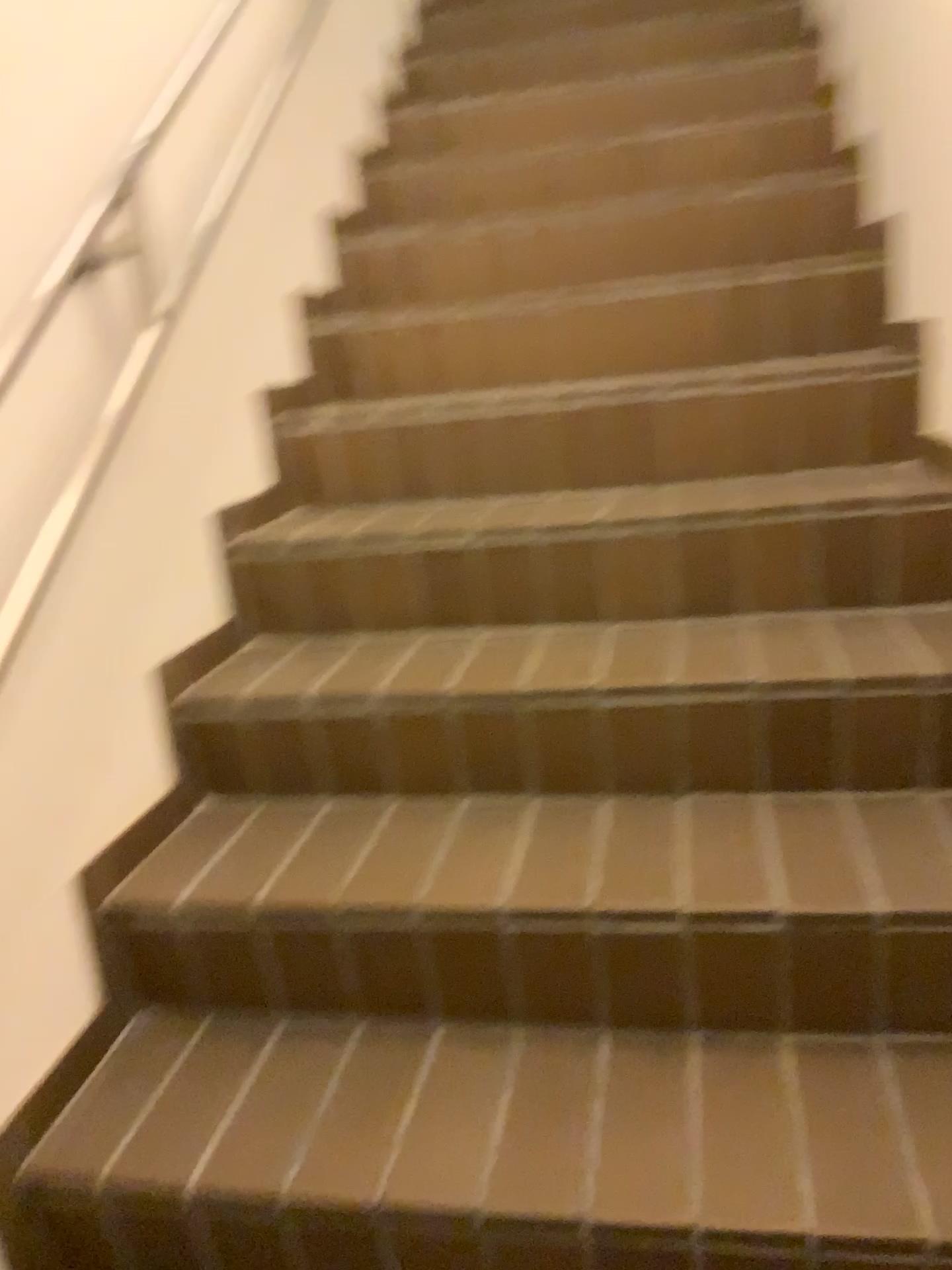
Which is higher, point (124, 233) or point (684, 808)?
point (124, 233)

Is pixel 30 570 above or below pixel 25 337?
below
